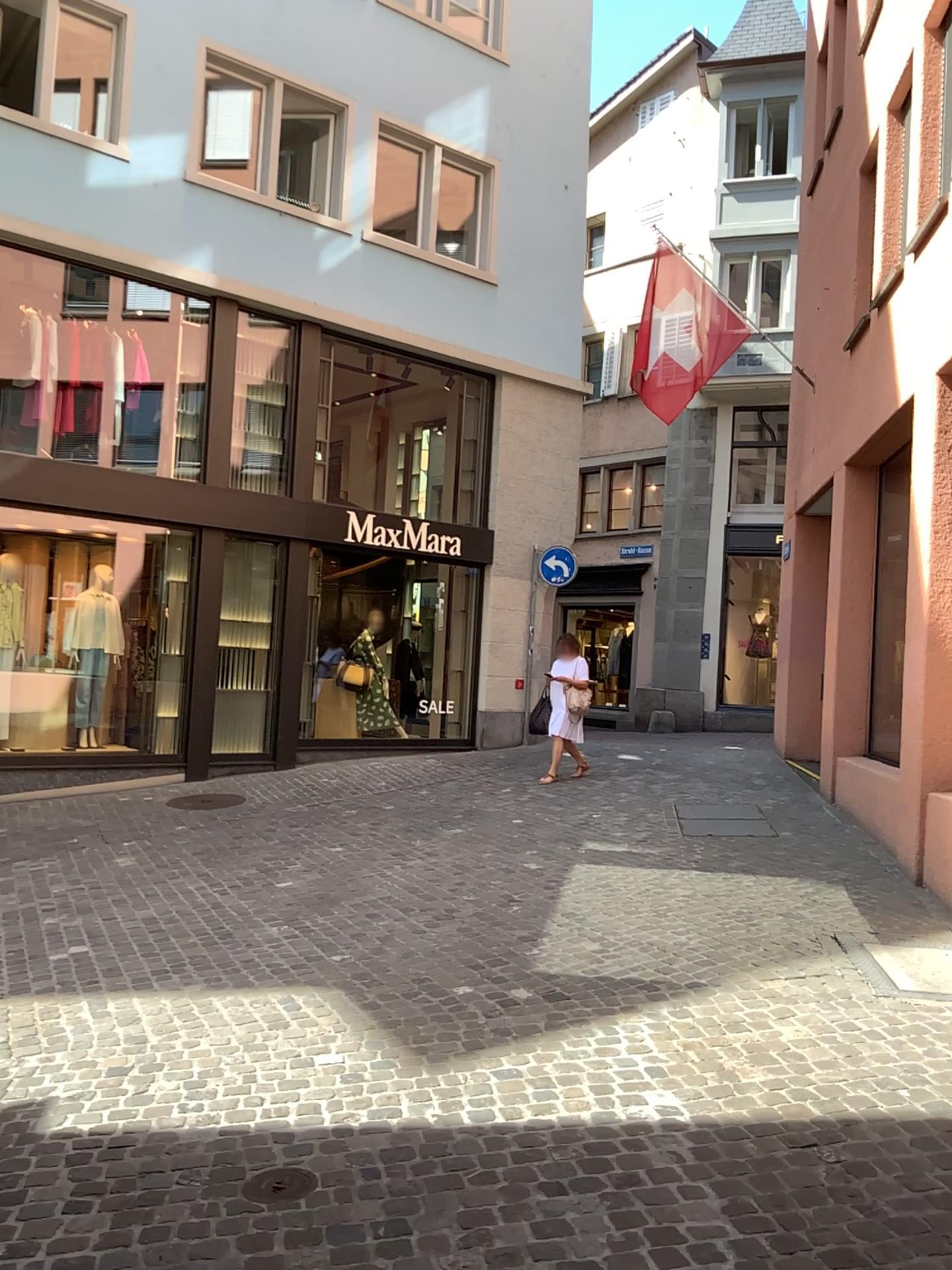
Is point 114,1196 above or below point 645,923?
below

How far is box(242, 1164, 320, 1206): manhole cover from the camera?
2.9 meters

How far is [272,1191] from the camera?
2.92m
